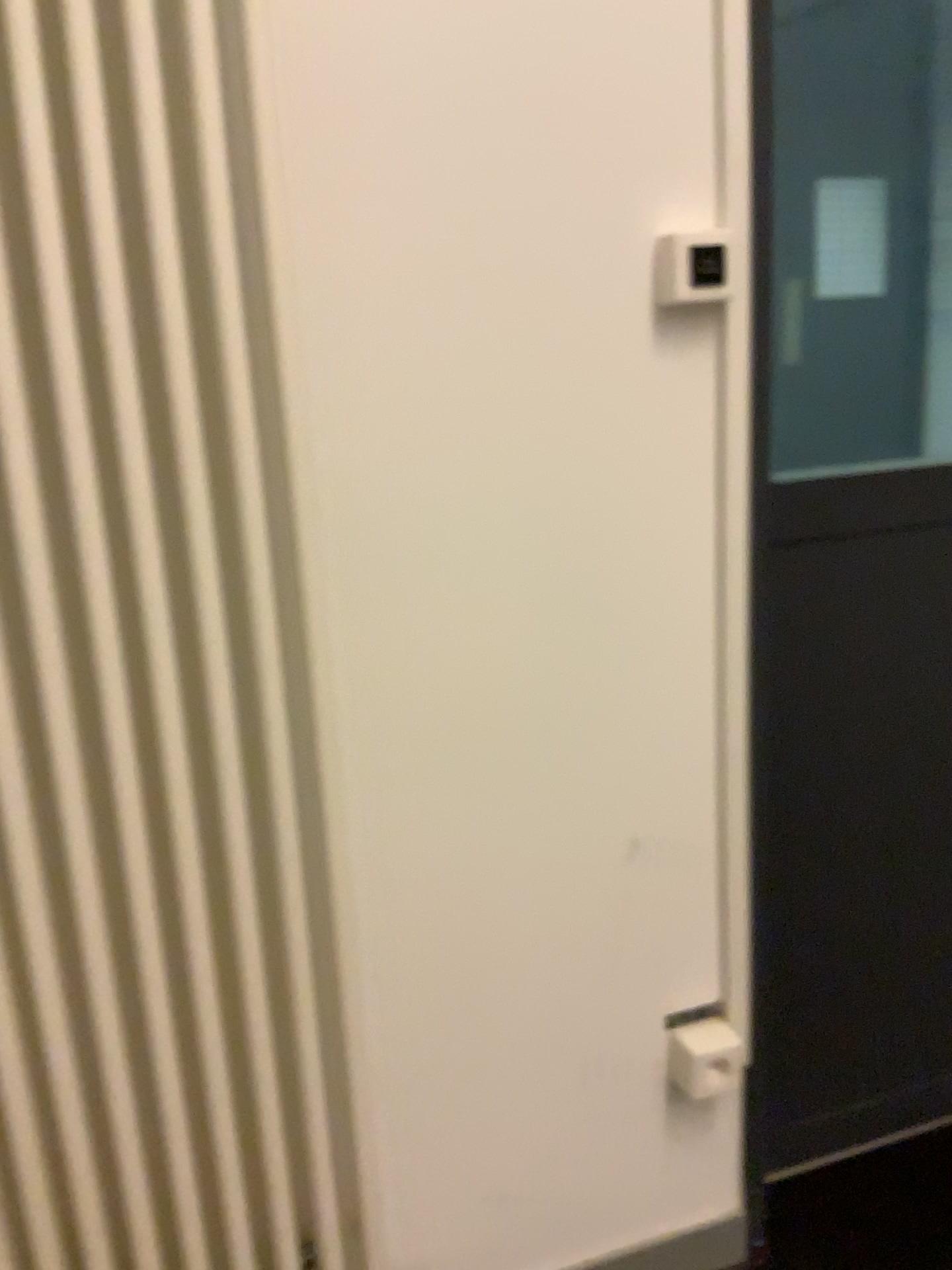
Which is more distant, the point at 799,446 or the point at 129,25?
the point at 799,446

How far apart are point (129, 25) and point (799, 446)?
0.89m

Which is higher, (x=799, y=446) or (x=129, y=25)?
(x=129, y=25)

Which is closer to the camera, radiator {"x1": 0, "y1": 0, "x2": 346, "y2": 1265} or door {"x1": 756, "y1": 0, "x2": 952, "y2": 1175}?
radiator {"x1": 0, "y1": 0, "x2": 346, "y2": 1265}

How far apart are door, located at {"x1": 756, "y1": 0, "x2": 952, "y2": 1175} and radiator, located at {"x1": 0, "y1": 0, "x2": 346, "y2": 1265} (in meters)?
0.56

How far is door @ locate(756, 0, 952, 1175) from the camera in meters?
1.4 m

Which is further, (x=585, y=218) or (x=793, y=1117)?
(x=793, y=1117)

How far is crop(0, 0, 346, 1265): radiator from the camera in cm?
90
